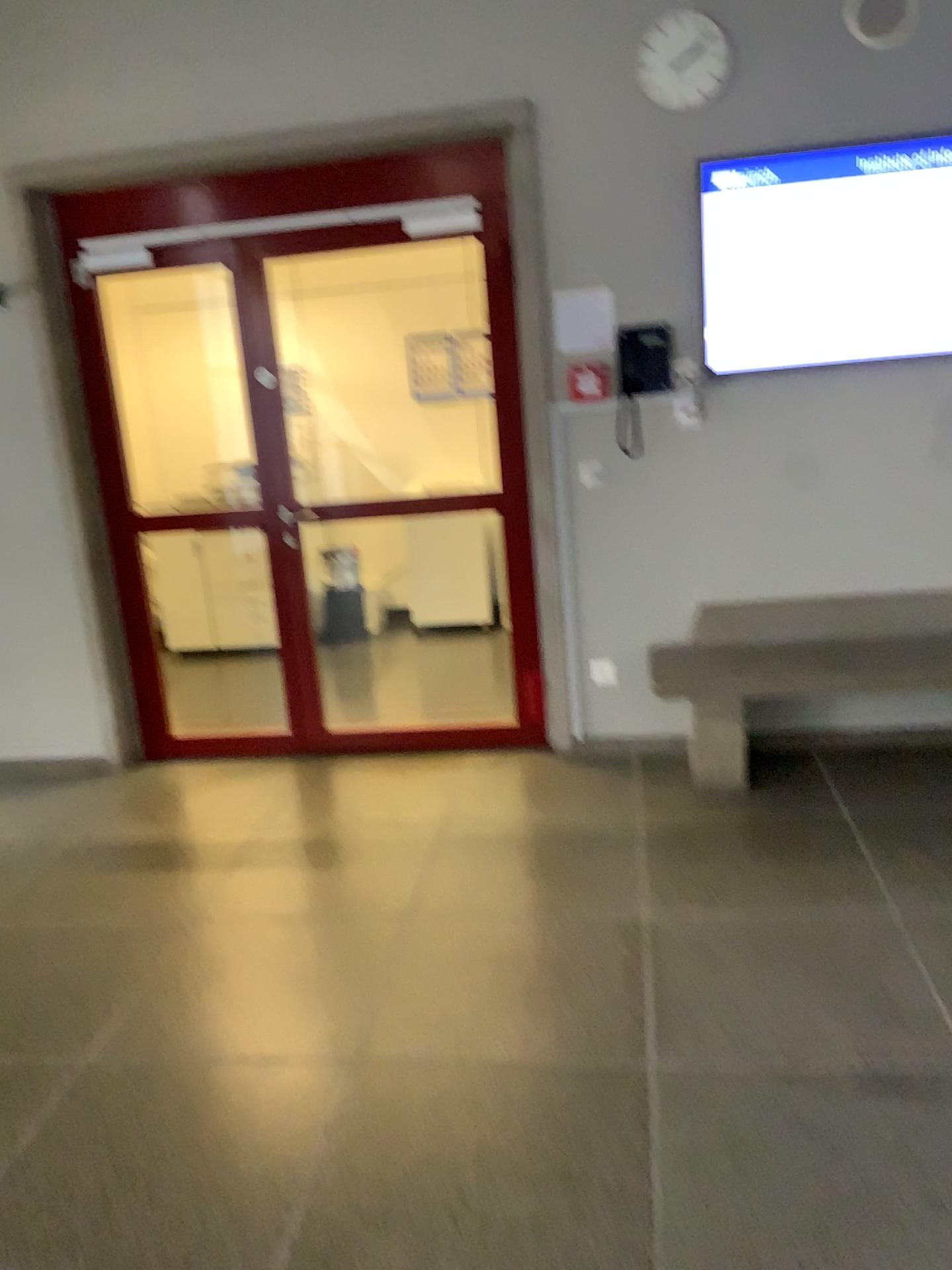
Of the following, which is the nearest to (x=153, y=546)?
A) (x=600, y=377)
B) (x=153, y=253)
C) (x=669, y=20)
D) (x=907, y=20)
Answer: (x=153, y=253)

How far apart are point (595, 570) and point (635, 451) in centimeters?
49cm

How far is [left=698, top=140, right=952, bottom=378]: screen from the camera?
3.67m

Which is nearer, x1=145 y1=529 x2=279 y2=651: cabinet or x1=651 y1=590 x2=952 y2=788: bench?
x1=651 y1=590 x2=952 y2=788: bench

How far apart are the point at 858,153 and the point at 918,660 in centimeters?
177cm

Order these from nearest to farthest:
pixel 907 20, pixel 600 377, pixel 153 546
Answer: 1. pixel 907 20
2. pixel 600 377
3. pixel 153 546

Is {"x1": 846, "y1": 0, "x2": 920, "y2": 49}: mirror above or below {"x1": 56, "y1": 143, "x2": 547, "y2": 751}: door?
above

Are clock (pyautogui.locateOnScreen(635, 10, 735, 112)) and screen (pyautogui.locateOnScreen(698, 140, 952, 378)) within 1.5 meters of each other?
yes

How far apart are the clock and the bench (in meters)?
1.85

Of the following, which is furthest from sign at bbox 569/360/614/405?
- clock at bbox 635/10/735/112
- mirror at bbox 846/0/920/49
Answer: mirror at bbox 846/0/920/49
